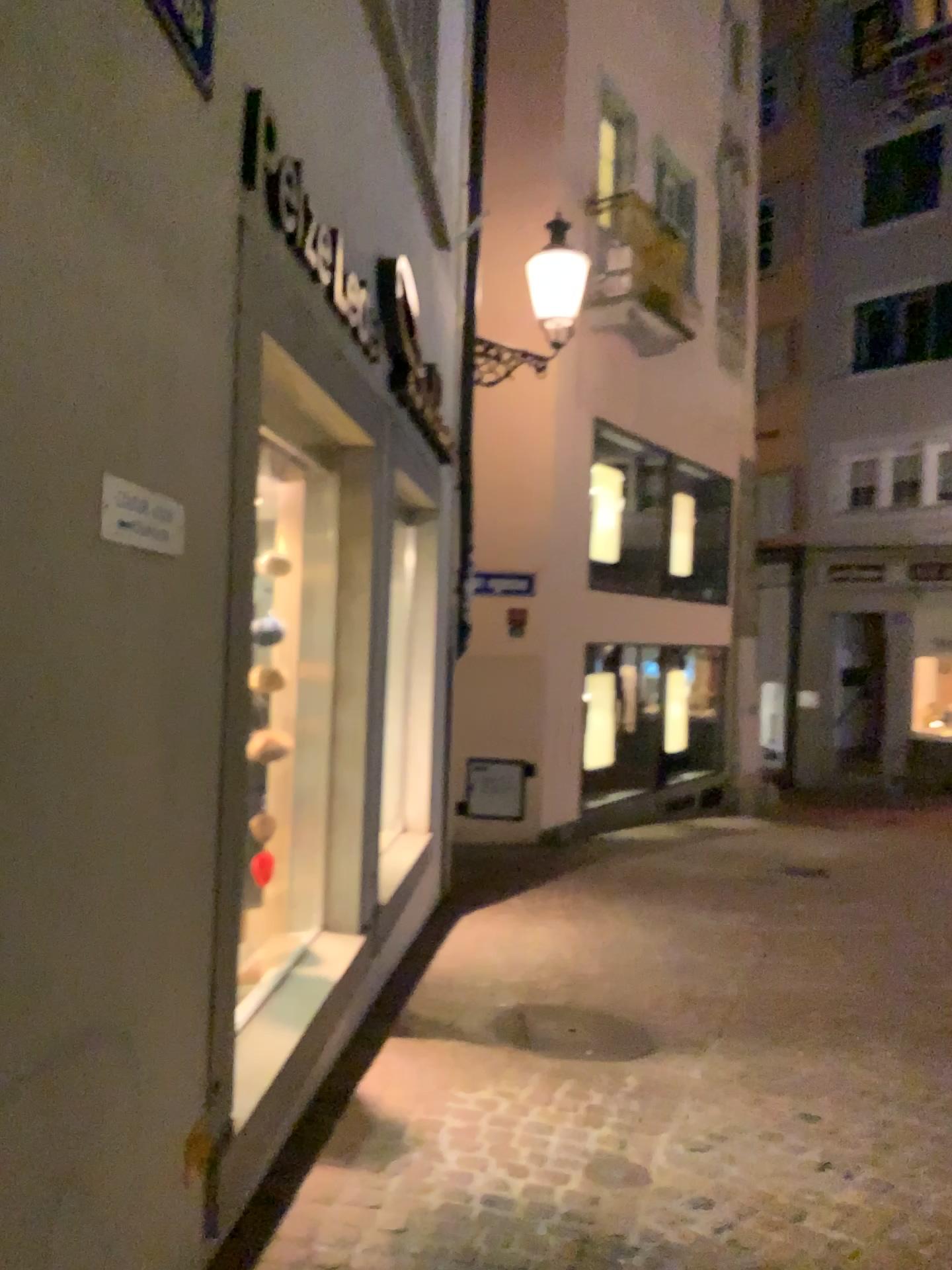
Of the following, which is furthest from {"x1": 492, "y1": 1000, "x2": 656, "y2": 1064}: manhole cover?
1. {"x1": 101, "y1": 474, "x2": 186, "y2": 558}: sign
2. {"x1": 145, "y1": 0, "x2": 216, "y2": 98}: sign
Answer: {"x1": 145, "y1": 0, "x2": 216, "y2": 98}: sign

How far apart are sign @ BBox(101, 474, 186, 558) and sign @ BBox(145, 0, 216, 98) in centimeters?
78cm

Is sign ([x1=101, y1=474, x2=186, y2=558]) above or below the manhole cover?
above

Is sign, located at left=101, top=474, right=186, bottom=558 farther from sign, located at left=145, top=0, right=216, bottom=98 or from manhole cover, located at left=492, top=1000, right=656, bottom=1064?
manhole cover, located at left=492, top=1000, right=656, bottom=1064

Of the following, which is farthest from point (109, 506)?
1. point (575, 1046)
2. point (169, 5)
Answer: point (575, 1046)

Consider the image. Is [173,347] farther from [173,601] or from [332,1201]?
[332,1201]

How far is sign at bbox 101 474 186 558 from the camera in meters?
1.6

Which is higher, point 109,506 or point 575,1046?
point 109,506

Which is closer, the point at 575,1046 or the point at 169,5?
the point at 169,5

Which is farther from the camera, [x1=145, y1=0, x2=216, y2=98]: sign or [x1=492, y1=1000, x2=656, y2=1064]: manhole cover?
[x1=492, y1=1000, x2=656, y2=1064]: manhole cover
